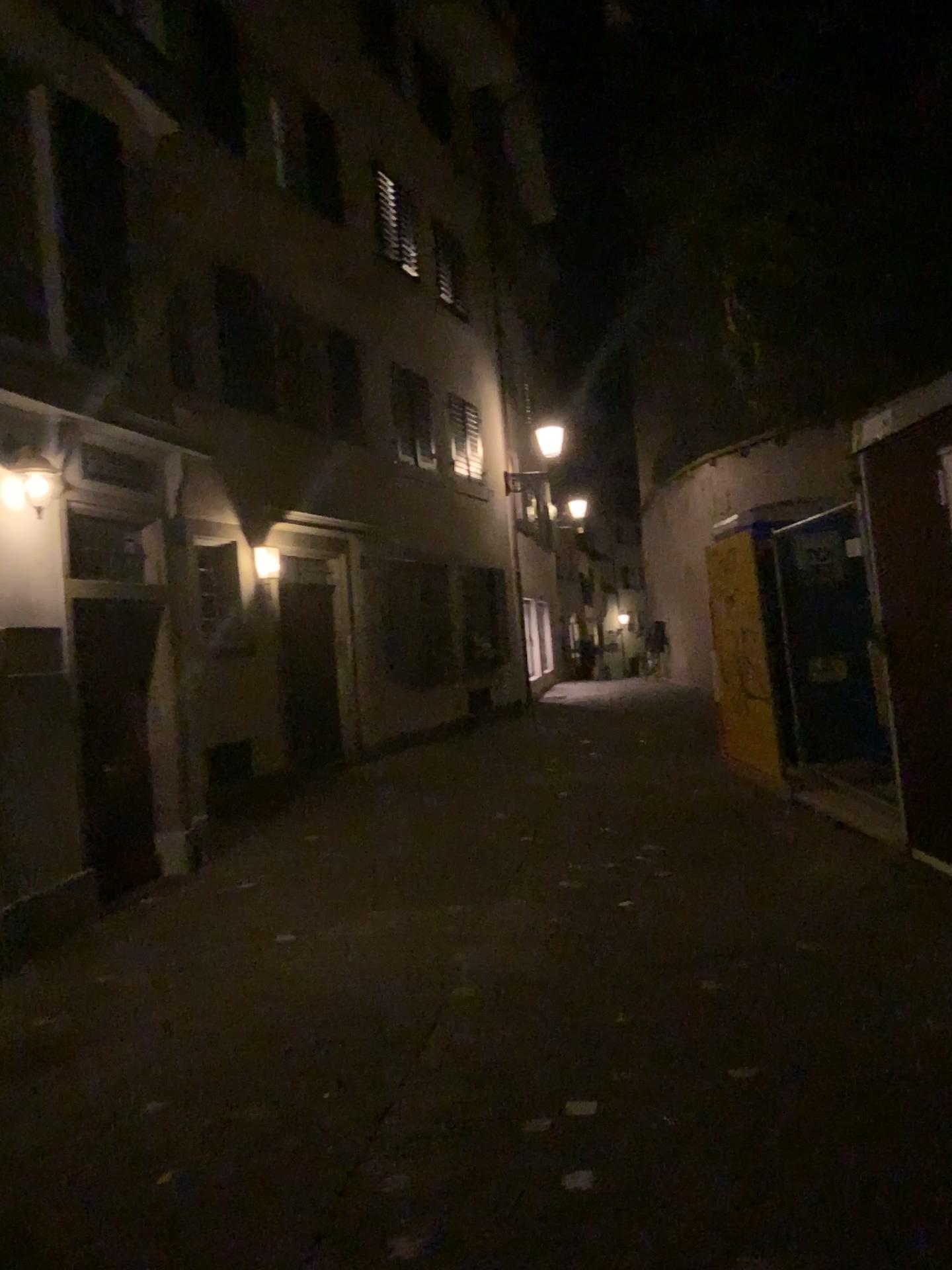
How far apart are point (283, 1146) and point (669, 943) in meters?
2.3
